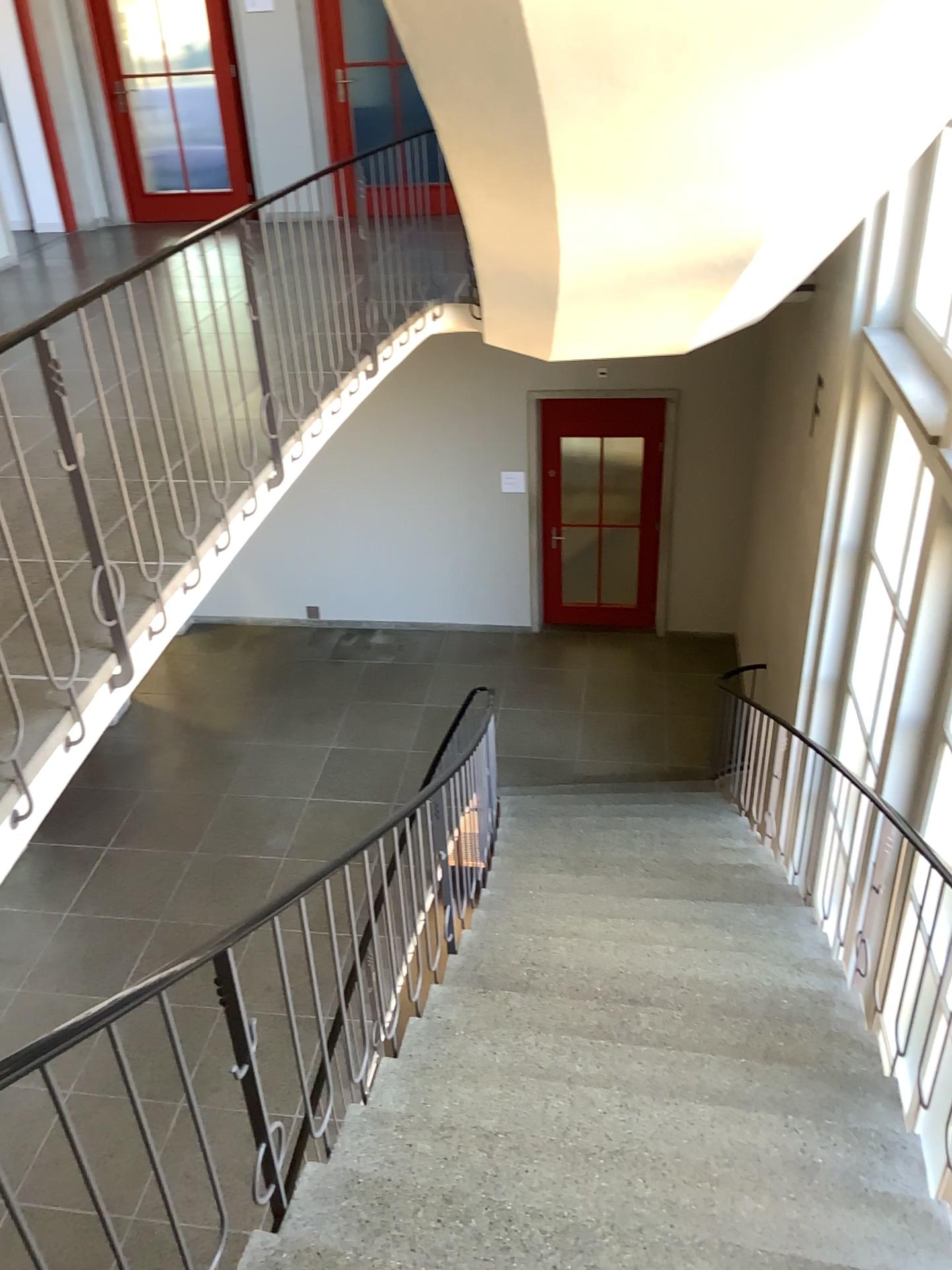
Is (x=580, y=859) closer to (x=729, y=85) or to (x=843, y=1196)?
(x=843, y=1196)
